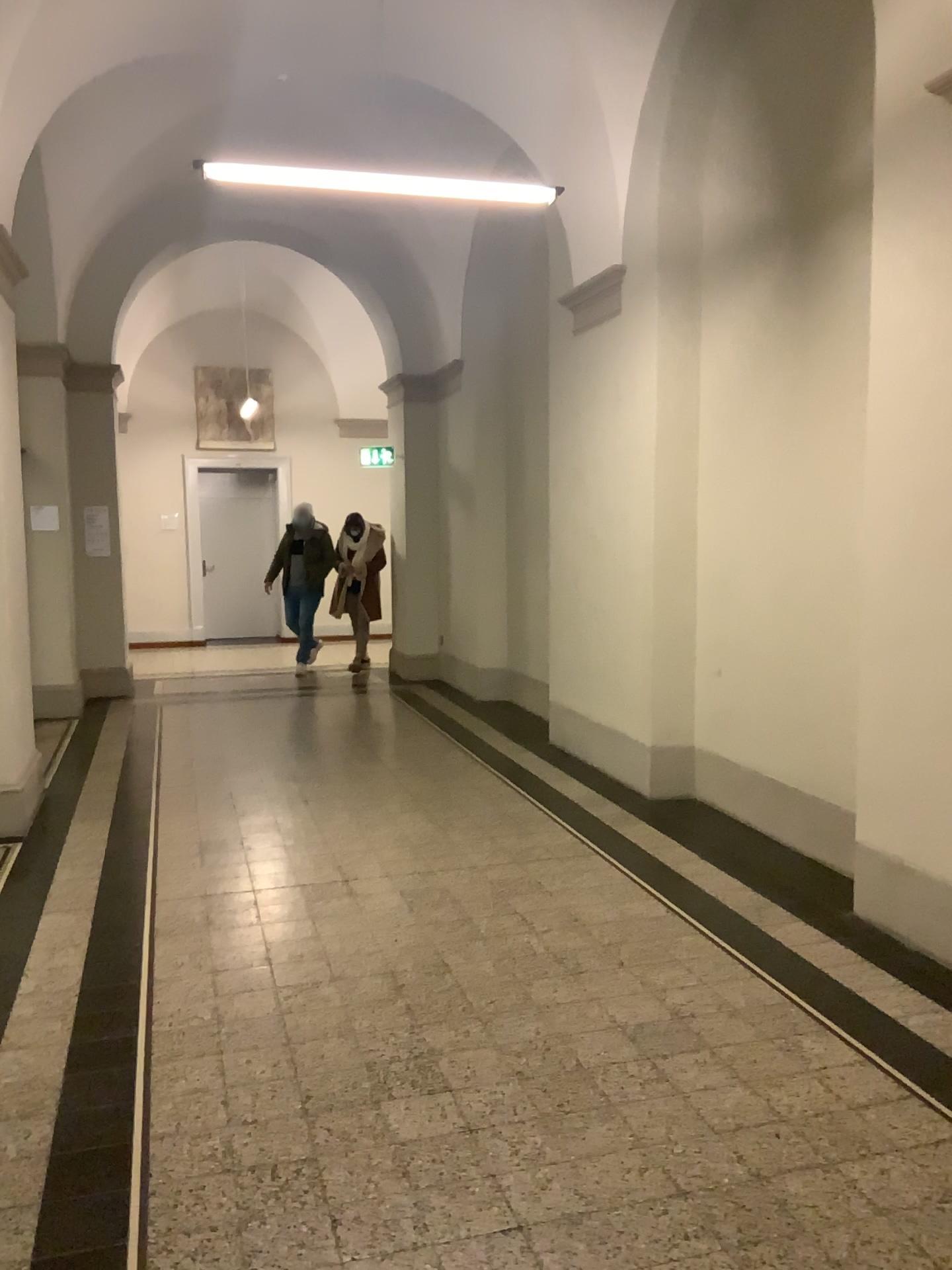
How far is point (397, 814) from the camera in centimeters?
549cm
